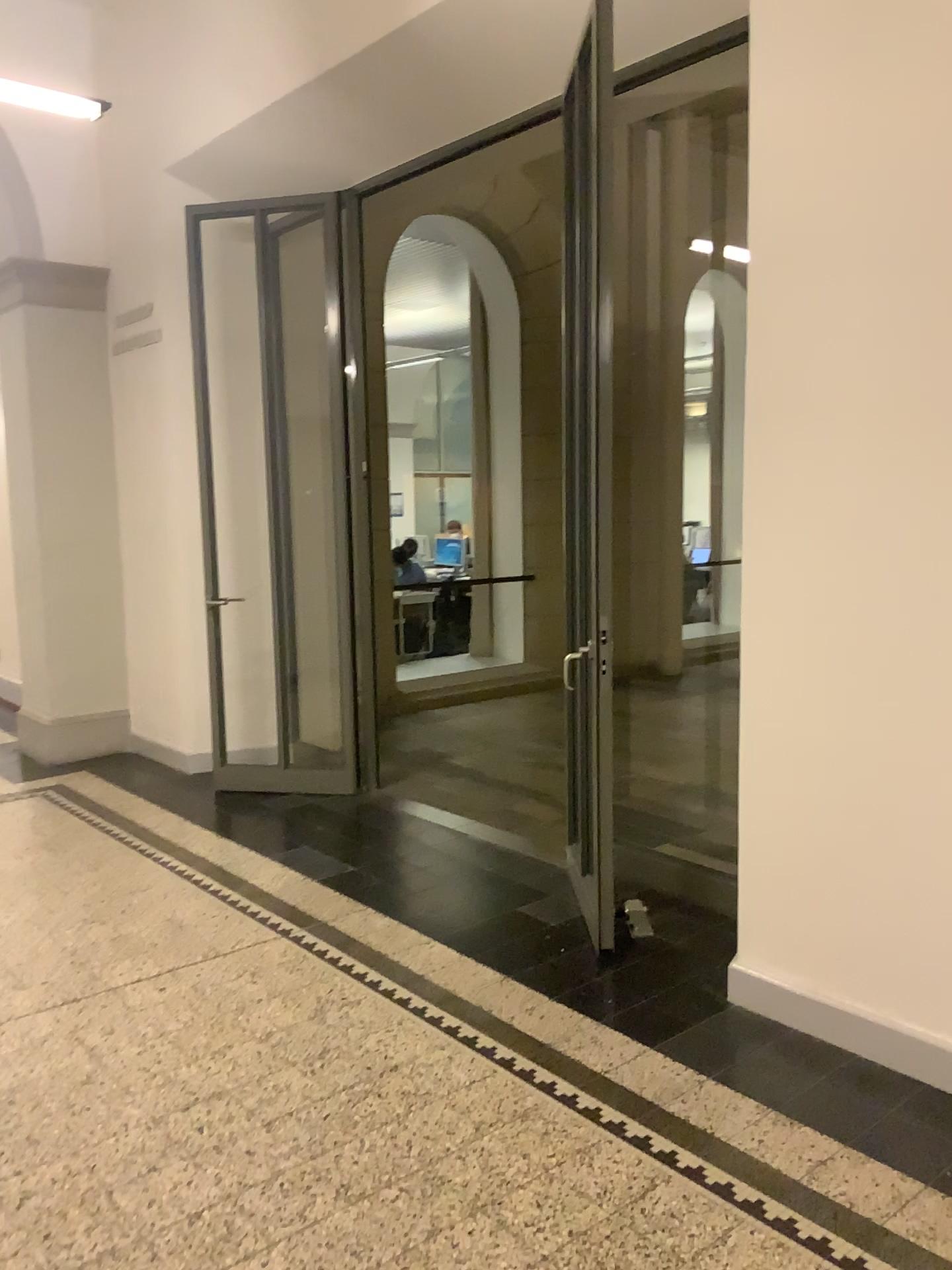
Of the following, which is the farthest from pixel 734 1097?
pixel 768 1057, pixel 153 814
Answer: pixel 153 814
